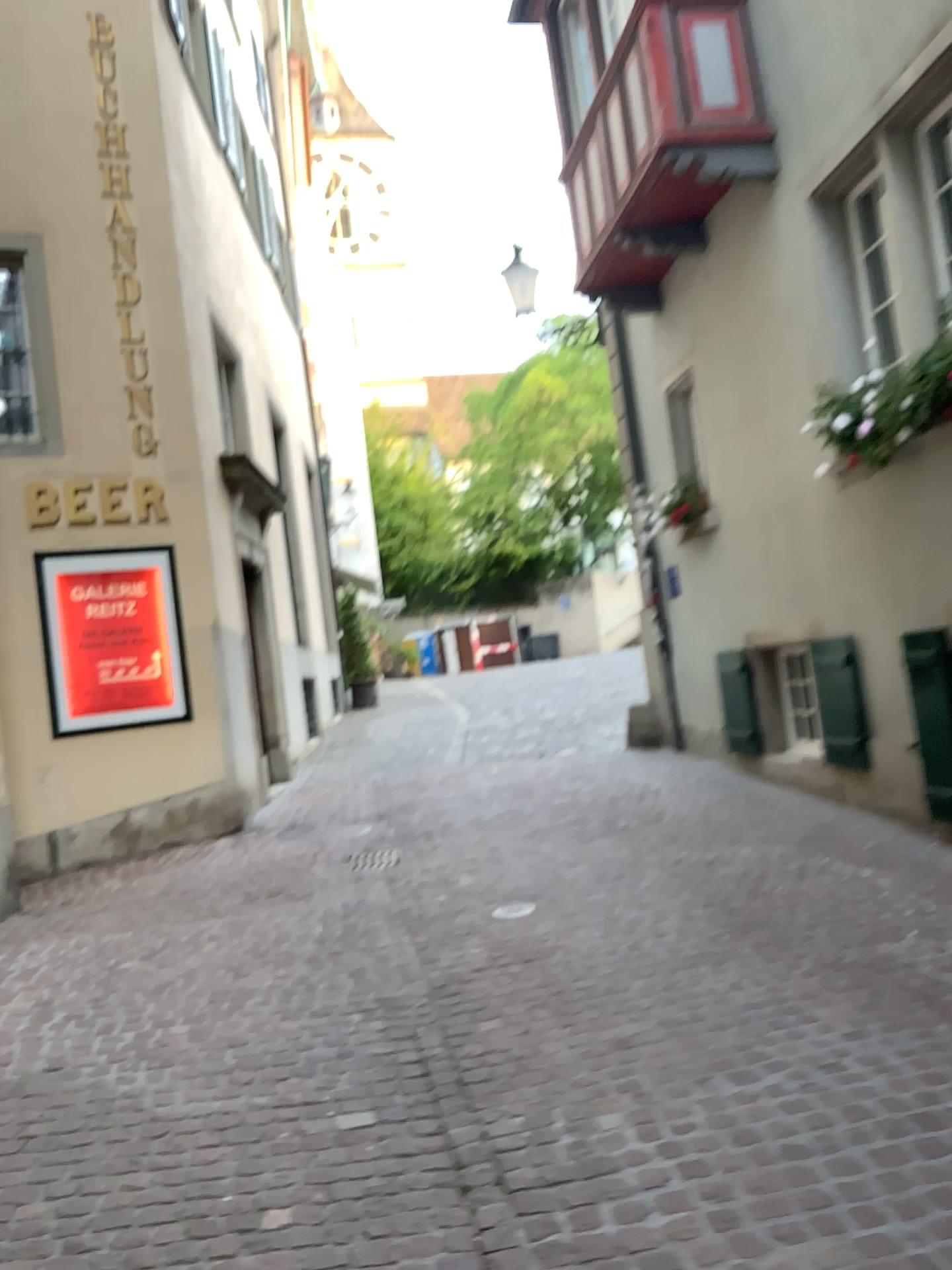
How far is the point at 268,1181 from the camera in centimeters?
289cm
